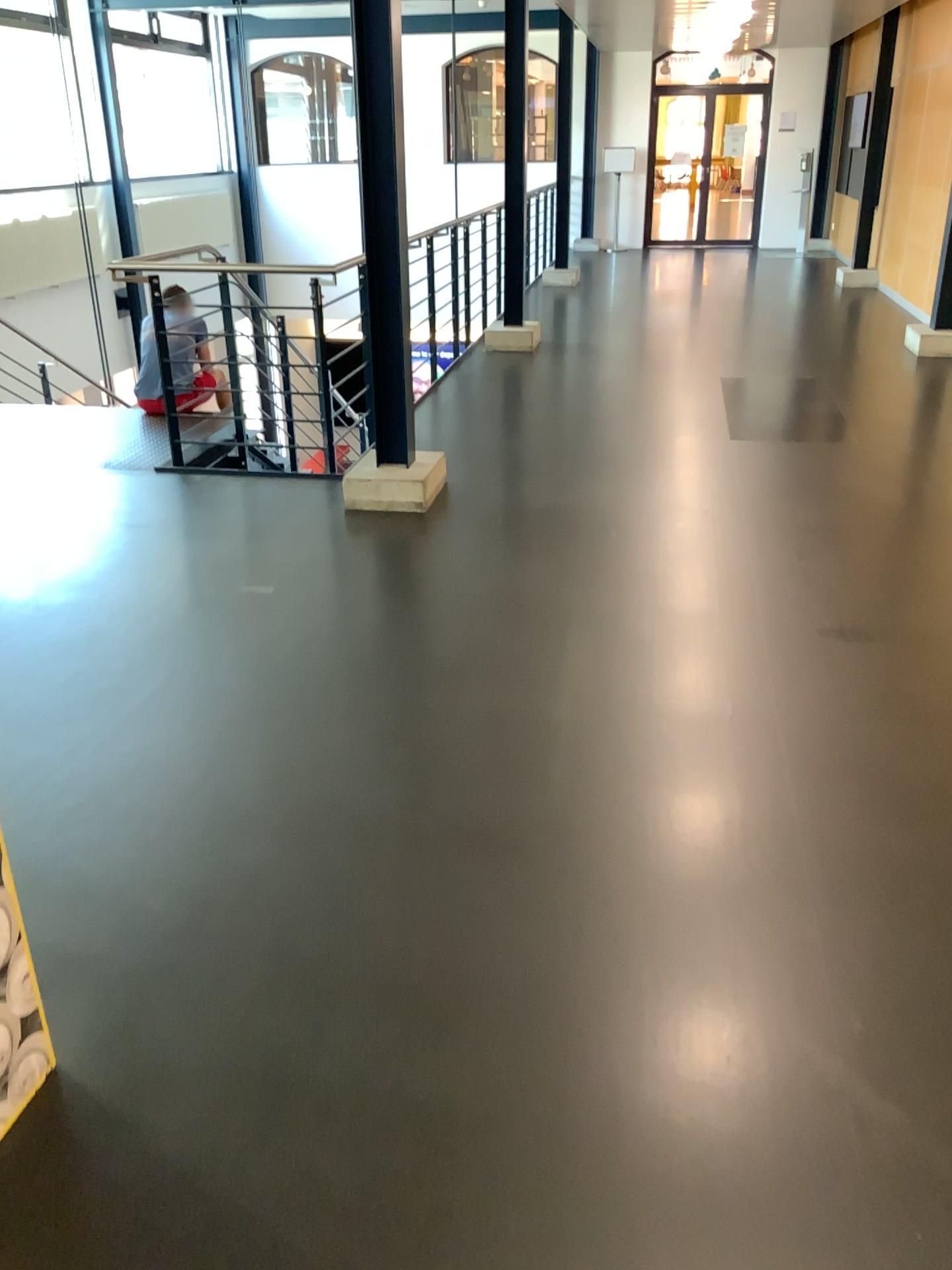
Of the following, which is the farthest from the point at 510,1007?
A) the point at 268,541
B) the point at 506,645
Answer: the point at 268,541

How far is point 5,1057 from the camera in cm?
174

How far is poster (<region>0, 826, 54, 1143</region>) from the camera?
1.74m
